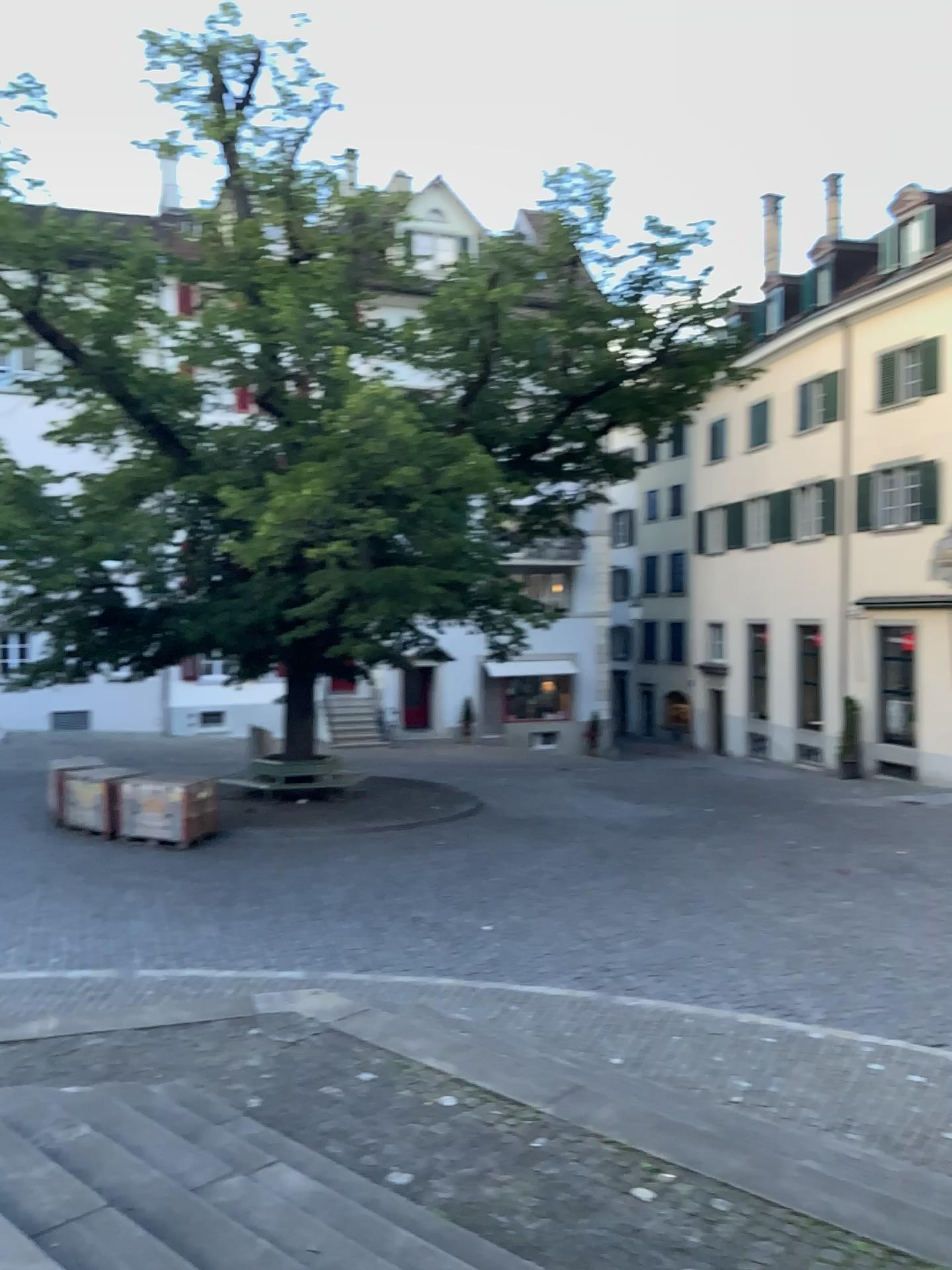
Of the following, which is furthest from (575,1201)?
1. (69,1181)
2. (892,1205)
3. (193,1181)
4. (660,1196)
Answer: (69,1181)
